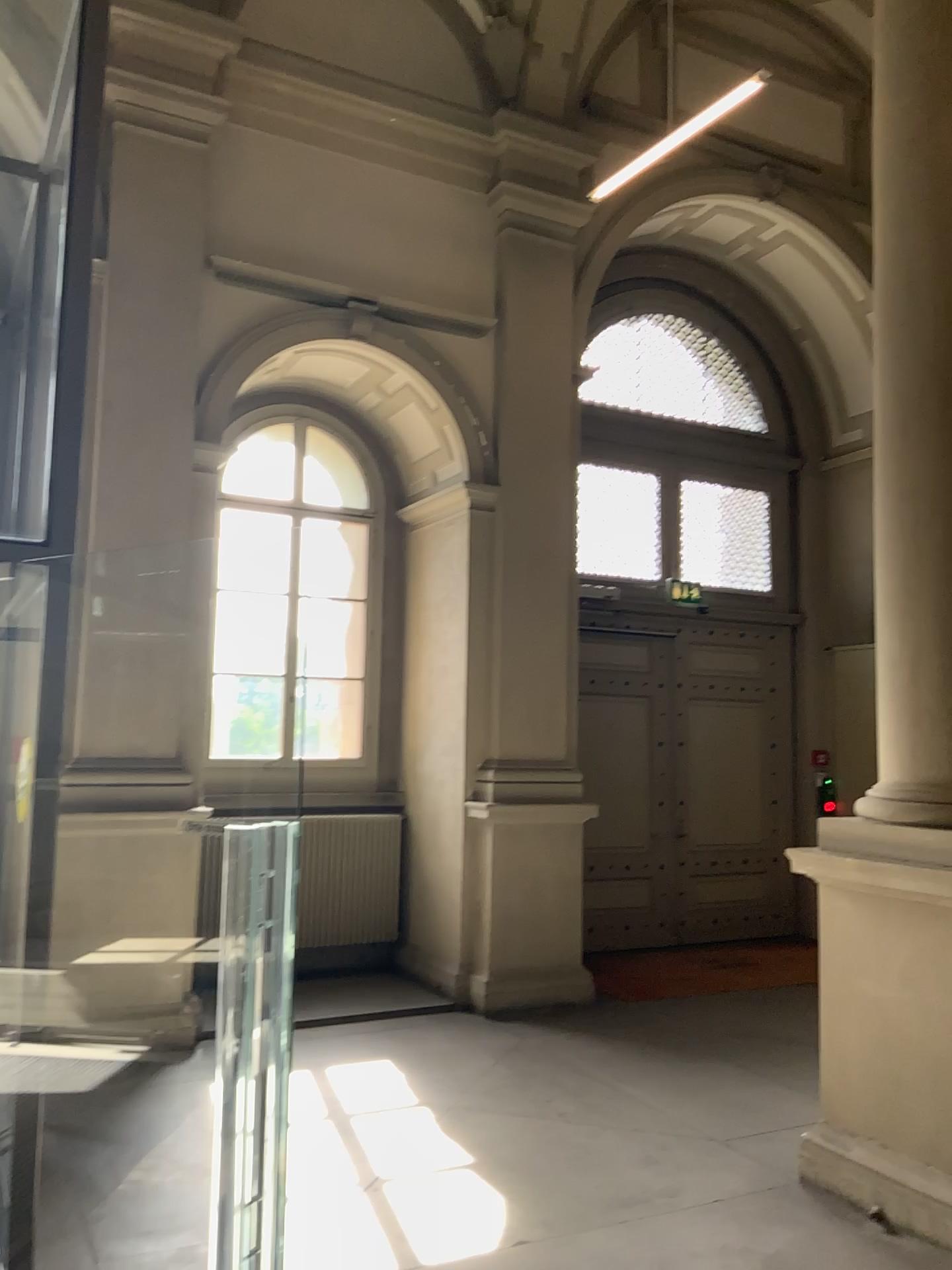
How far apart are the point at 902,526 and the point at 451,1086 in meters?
3.4
